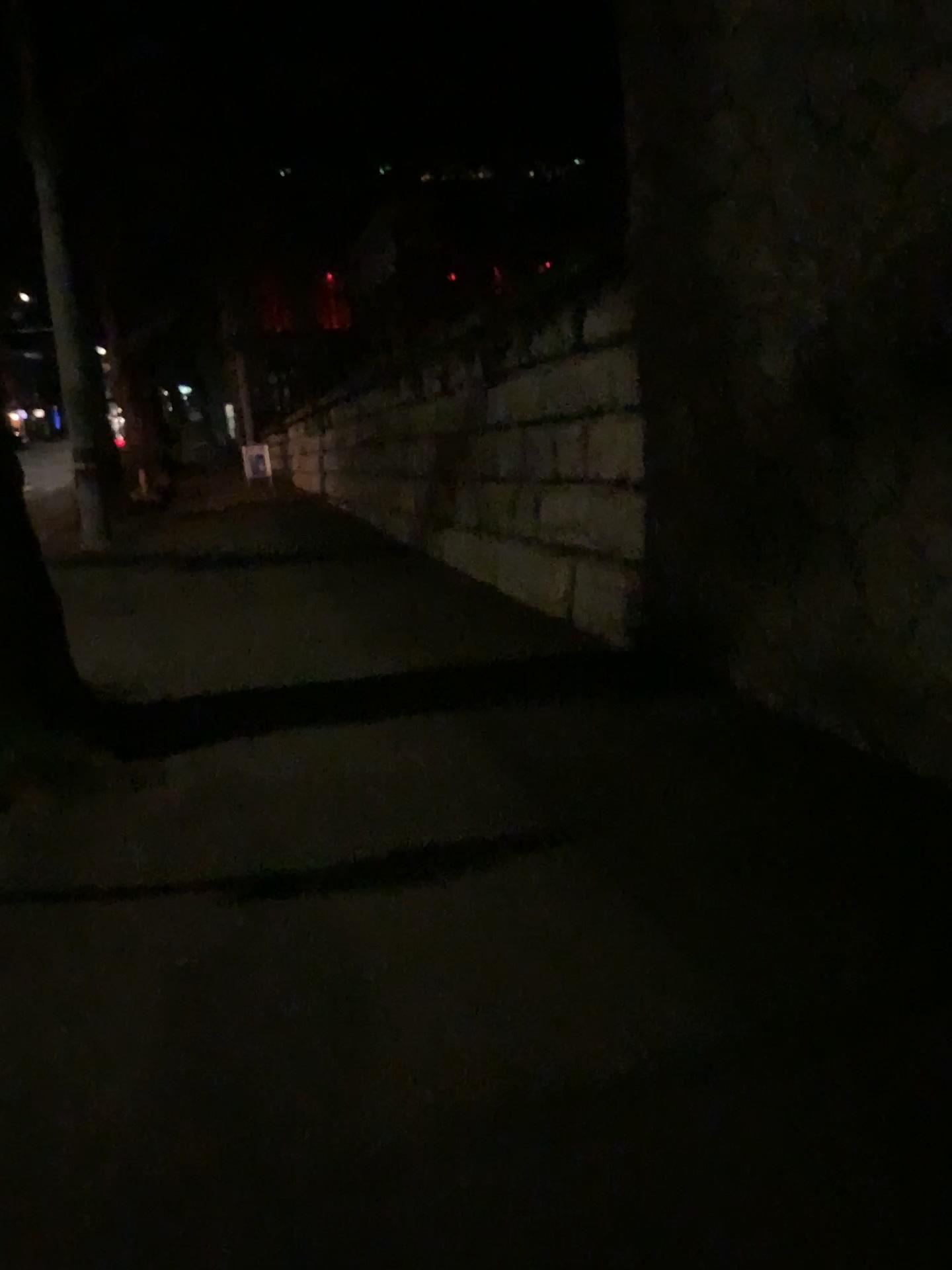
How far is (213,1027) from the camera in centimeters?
283cm
